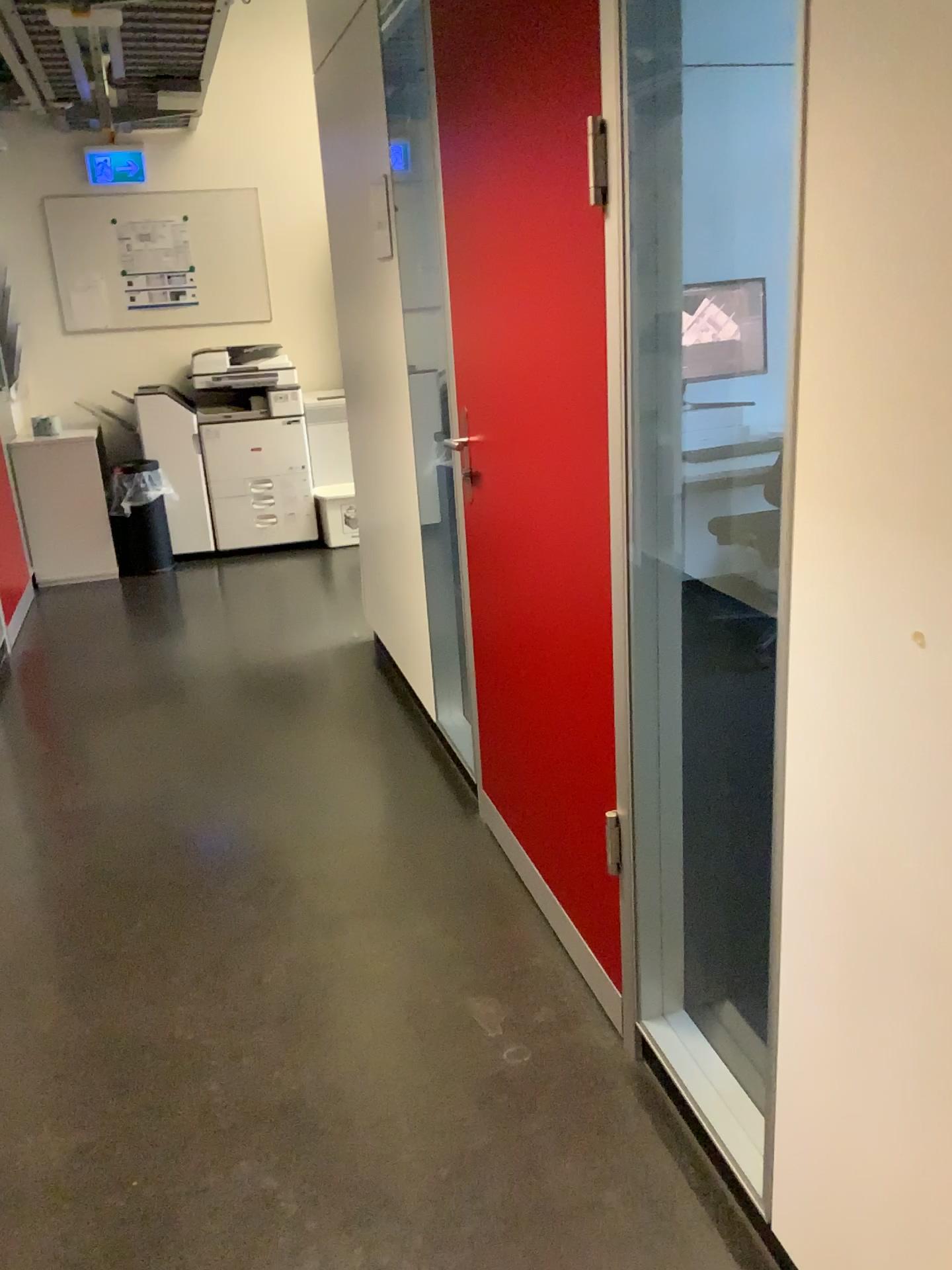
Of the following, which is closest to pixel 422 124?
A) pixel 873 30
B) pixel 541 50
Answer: pixel 541 50

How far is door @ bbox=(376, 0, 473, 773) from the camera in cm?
278

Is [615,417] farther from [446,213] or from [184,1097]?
[184,1097]

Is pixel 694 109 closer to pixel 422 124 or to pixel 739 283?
pixel 739 283

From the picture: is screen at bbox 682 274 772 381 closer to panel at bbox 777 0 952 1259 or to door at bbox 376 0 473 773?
panel at bbox 777 0 952 1259

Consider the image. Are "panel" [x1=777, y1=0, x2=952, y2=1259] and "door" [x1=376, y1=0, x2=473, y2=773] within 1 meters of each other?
no

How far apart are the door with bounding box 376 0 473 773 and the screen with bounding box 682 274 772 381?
1.2m

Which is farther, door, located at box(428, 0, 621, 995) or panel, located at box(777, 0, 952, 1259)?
door, located at box(428, 0, 621, 995)

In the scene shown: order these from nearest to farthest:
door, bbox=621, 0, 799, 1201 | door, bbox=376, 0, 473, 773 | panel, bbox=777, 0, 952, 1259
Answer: panel, bbox=777, 0, 952, 1259 < door, bbox=621, 0, 799, 1201 < door, bbox=376, 0, 473, 773

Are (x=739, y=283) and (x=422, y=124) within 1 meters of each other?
no
